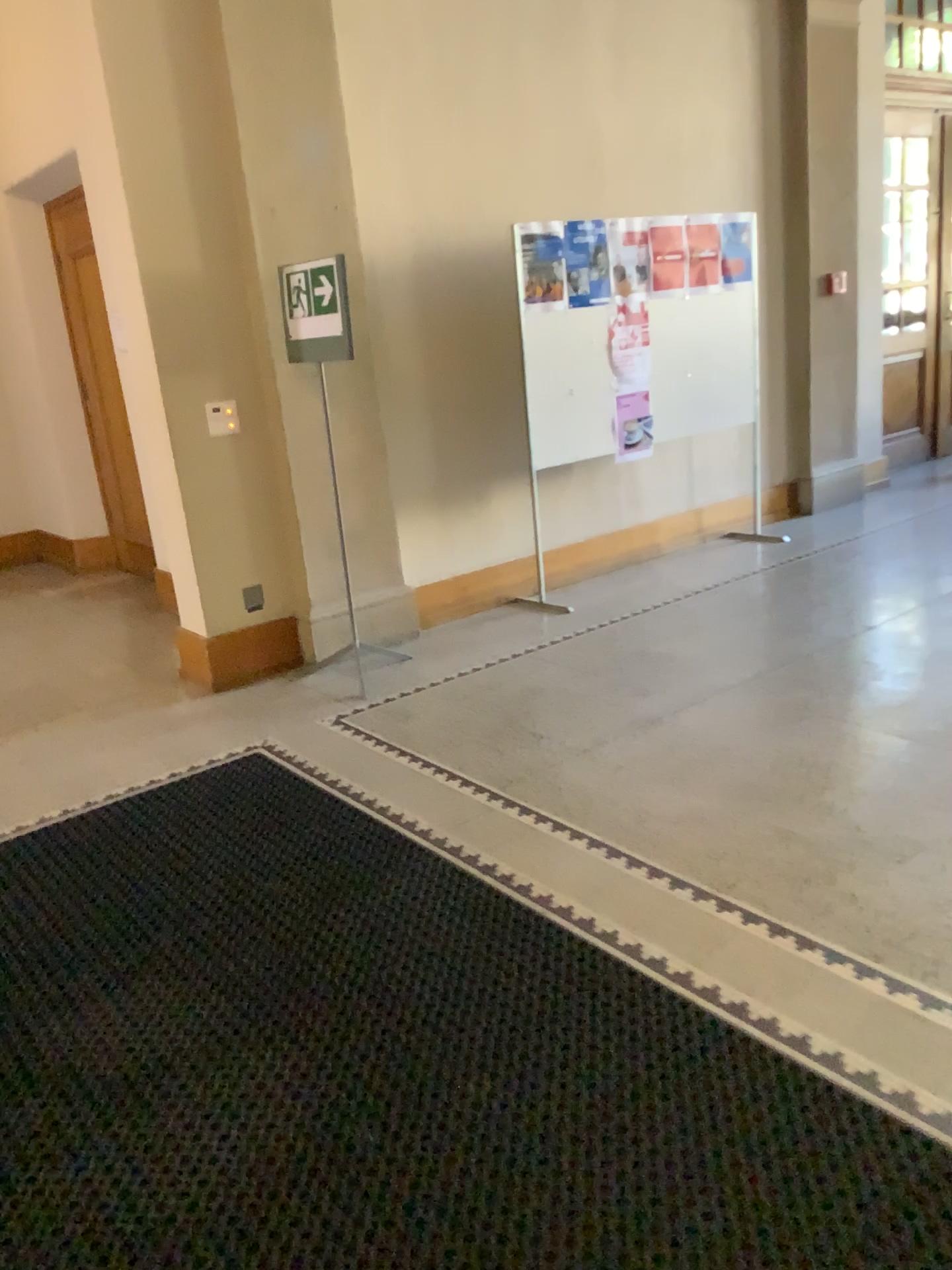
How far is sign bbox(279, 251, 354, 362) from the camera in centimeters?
465cm

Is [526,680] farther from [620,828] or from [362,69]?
[362,69]

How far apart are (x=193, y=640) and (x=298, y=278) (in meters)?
1.68

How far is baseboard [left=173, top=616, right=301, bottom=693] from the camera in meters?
4.8

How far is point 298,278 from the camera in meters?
4.7 m

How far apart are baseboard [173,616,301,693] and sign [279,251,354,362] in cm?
125

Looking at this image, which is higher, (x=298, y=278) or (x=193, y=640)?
(x=298, y=278)

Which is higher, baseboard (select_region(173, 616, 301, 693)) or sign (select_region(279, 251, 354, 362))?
sign (select_region(279, 251, 354, 362))
